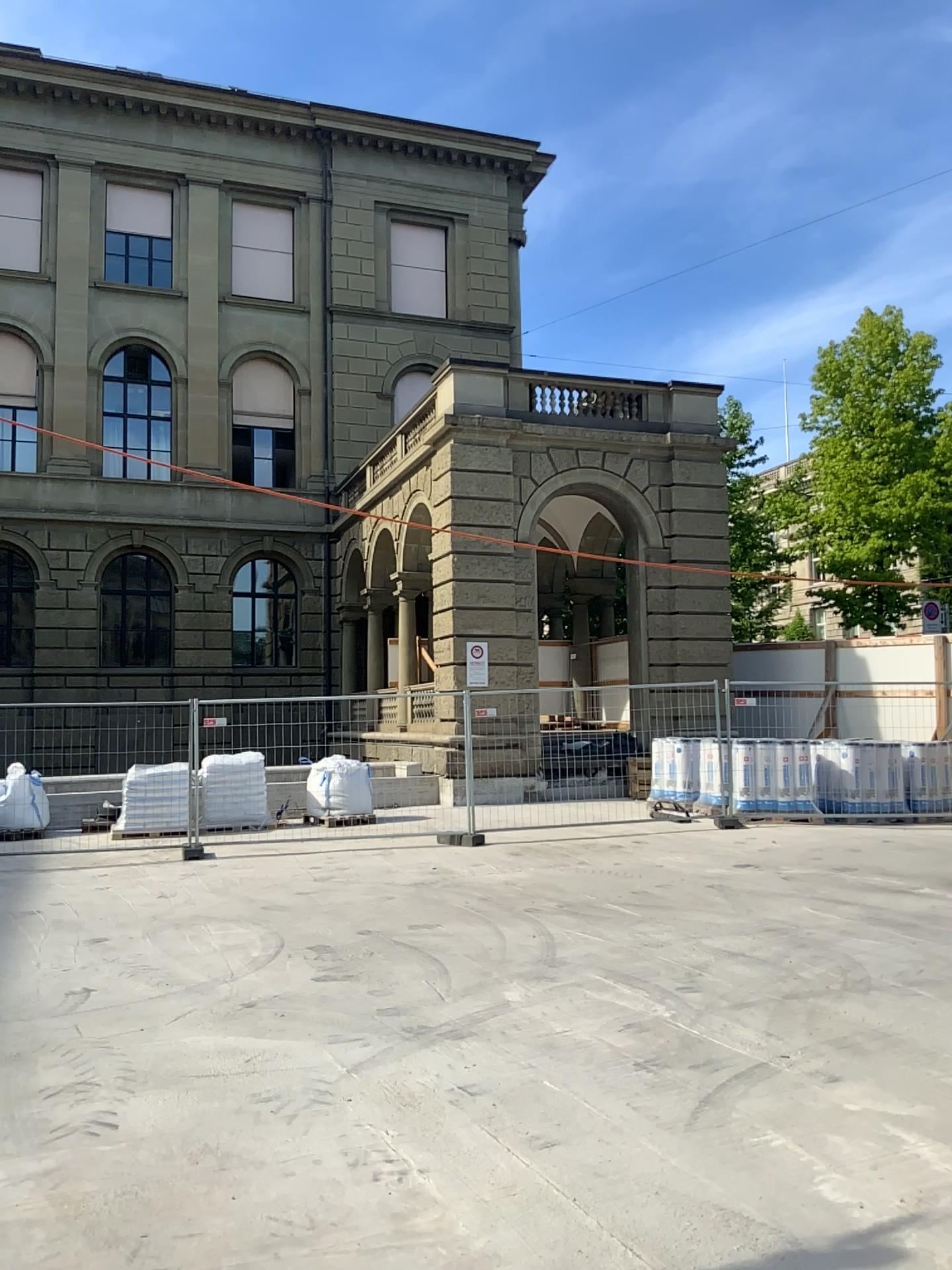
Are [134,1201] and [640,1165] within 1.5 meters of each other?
no
